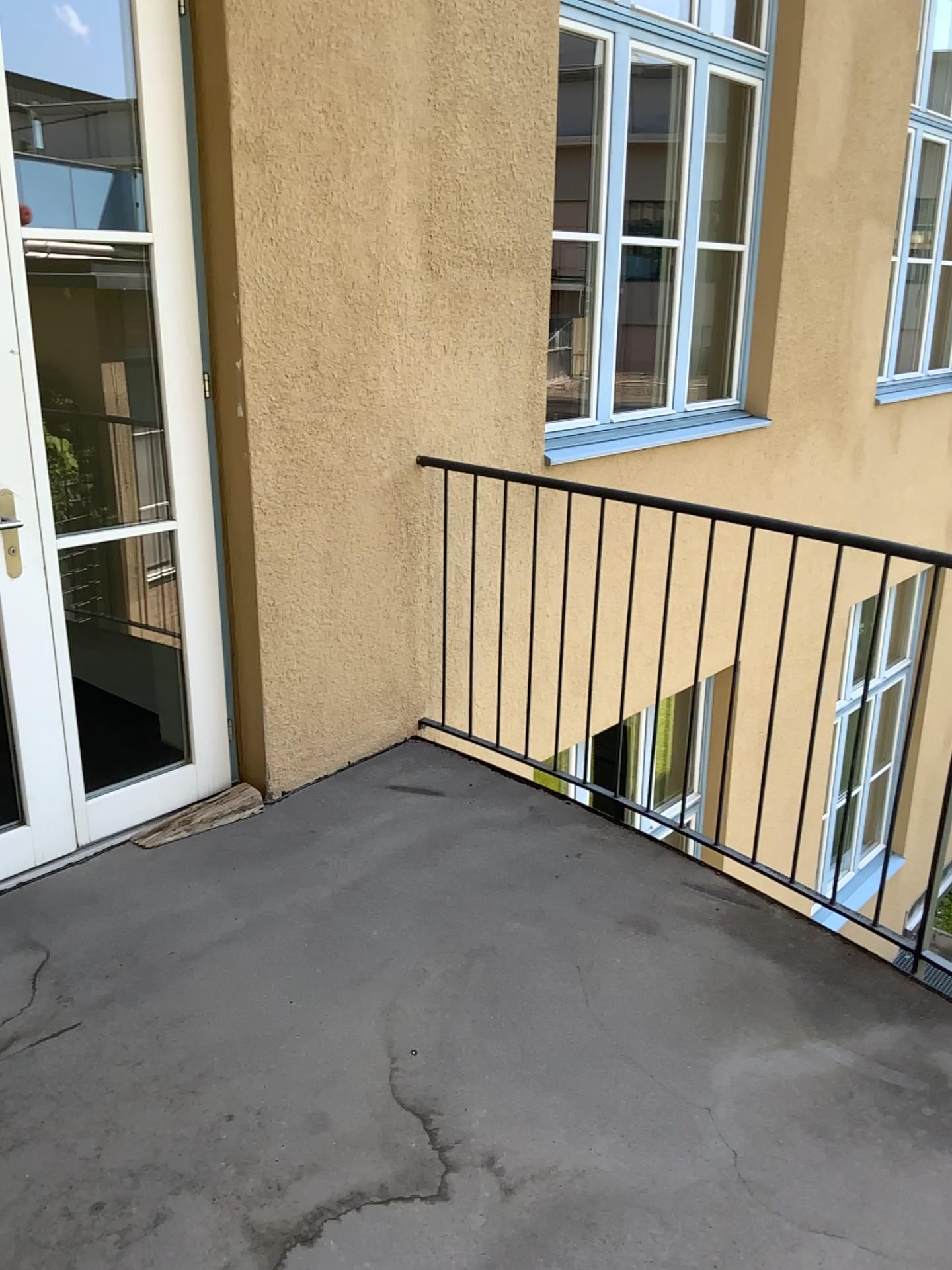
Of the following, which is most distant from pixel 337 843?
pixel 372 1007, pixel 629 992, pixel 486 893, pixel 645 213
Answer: pixel 645 213
